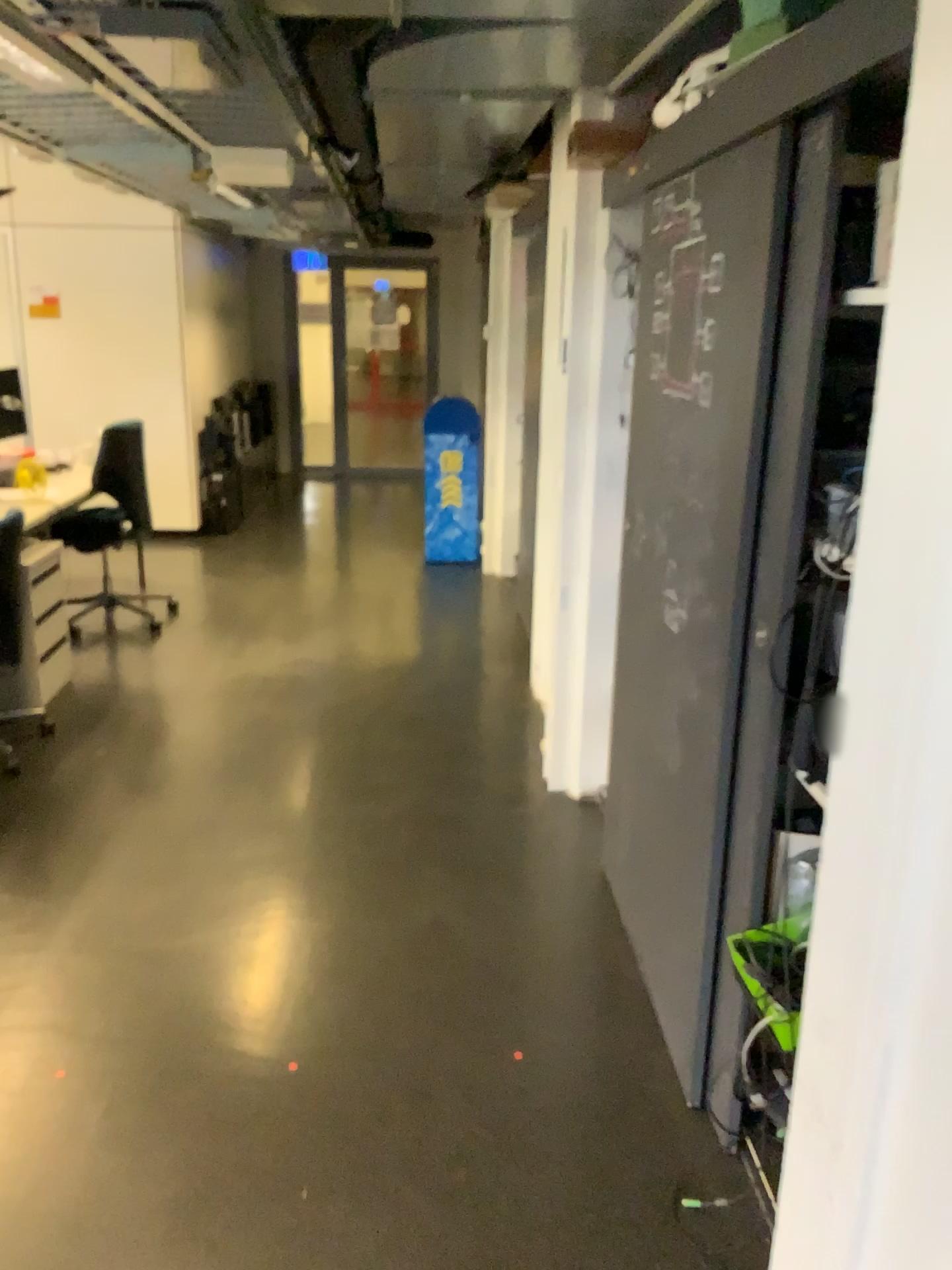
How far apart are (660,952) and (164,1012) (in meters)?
1.17

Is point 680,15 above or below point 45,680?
above

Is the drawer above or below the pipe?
below

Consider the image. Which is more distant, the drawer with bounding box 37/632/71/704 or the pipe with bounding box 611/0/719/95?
the drawer with bounding box 37/632/71/704

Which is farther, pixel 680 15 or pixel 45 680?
pixel 45 680
